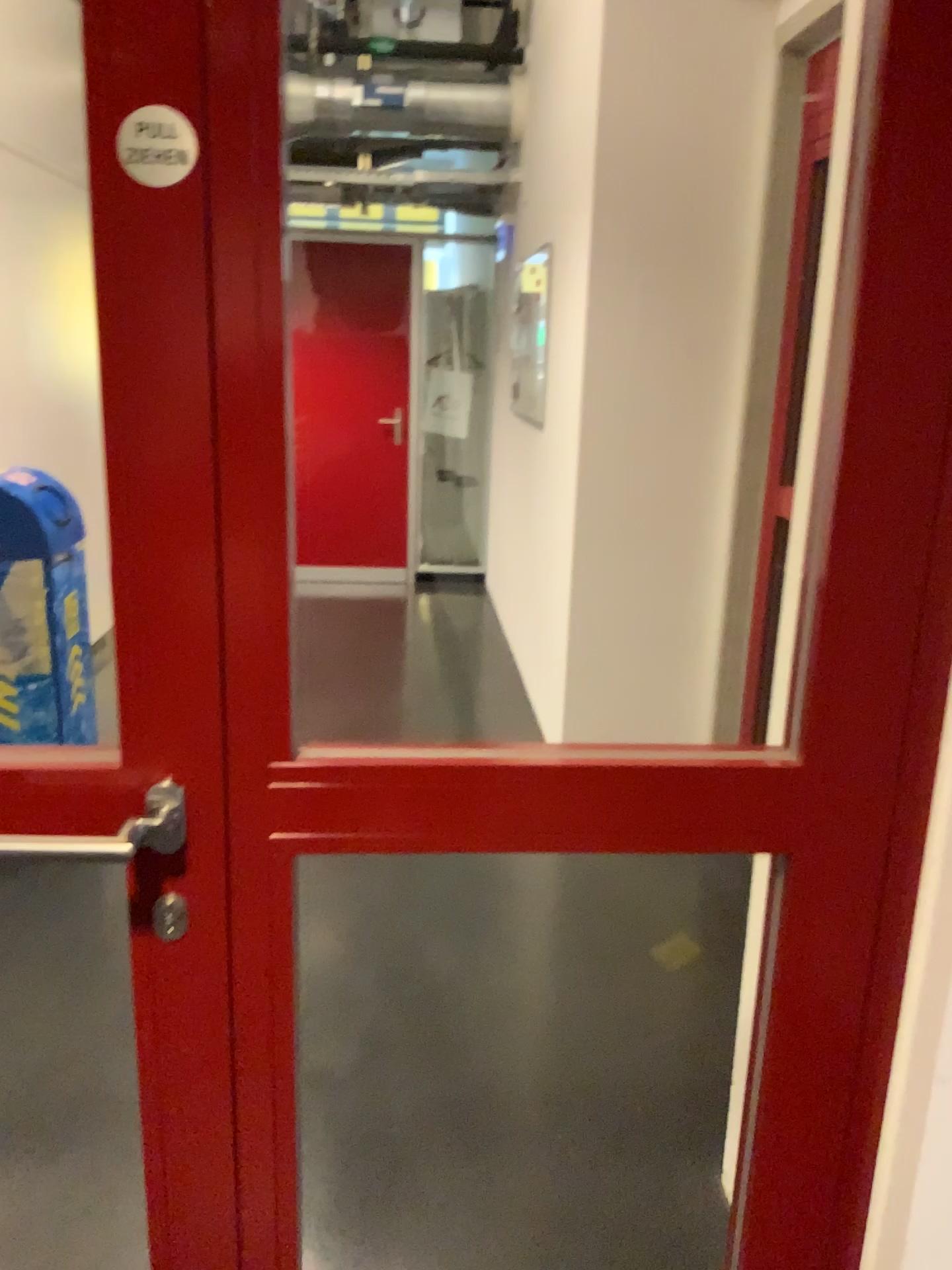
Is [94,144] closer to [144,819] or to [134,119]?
[134,119]

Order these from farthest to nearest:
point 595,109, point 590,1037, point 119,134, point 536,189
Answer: point 536,189, point 595,109, point 590,1037, point 119,134

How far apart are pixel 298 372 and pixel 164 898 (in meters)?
1.16

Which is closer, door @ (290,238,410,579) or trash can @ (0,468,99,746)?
door @ (290,238,410,579)

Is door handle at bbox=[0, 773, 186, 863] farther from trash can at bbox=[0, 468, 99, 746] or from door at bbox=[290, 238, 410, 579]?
trash can at bbox=[0, 468, 99, 746]

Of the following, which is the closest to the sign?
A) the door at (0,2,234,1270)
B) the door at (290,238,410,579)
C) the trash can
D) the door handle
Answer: the door at (0,2,234,1270)

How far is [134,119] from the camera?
0.8 meters

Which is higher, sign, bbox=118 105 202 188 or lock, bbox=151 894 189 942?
sign, bbox=118 105 202 188

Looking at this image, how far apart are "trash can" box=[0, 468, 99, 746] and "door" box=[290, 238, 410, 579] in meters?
1.2

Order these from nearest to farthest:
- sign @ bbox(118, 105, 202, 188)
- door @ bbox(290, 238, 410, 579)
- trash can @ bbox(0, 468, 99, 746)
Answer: sign @ bbox(118, 105, 202, 188)
door @ bbox(290, 238, 410, 579)
trash can @ bbox(0, 468, 99, 746)
